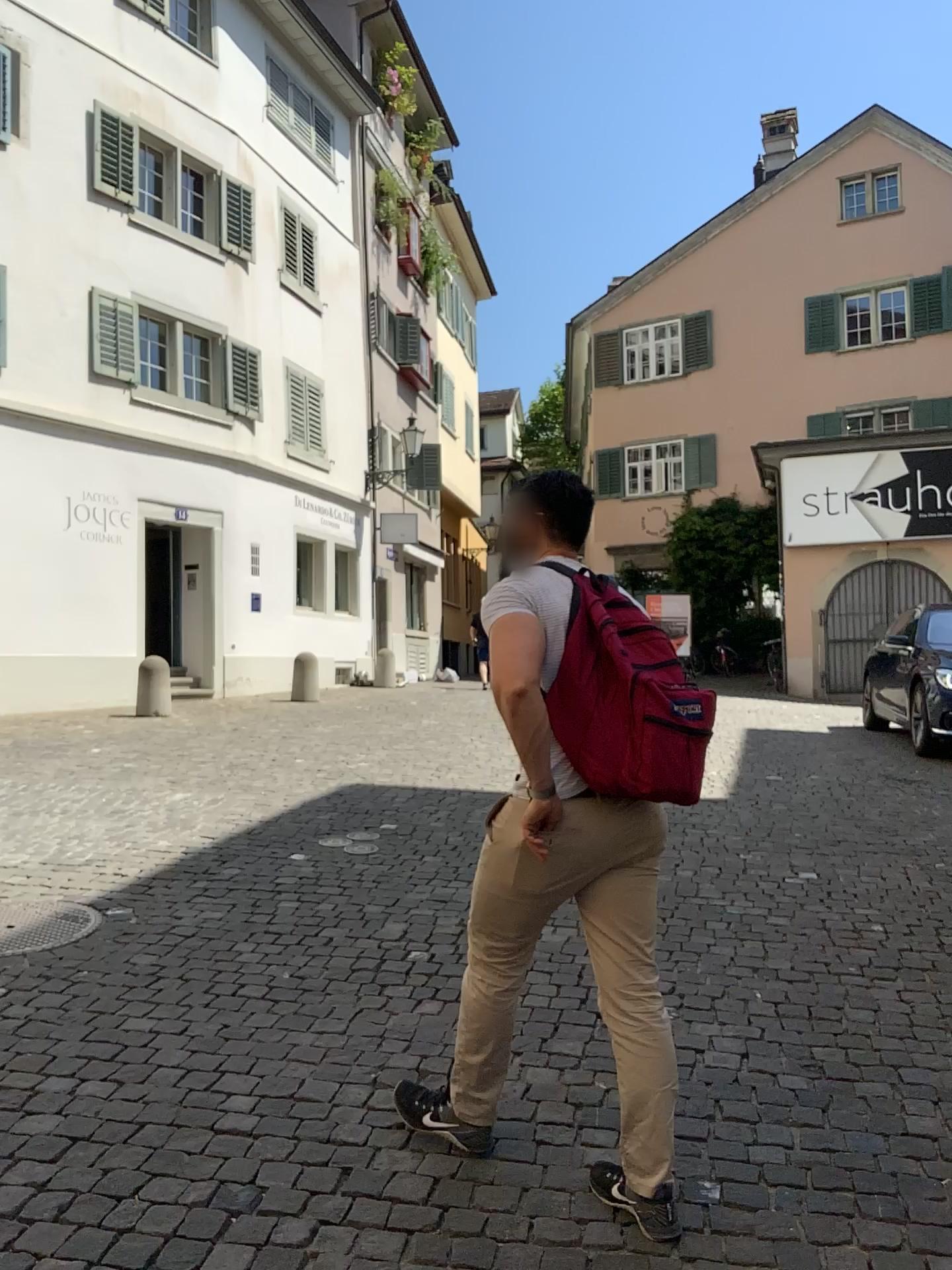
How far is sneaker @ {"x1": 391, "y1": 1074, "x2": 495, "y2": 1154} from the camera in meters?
2.7

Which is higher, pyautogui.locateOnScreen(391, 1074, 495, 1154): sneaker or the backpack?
the backpack

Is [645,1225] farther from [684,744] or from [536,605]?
[536,605]

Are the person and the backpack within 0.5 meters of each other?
yes

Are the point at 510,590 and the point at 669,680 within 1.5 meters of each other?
yes

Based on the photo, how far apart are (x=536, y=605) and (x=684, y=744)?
0.4 meters

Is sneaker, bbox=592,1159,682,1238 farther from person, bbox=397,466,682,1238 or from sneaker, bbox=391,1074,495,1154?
sneaker, bbox=391,1074,495,1154

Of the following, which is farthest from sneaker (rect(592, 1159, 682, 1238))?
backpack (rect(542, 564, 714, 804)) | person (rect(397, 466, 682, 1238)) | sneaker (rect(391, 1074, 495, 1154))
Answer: backpack (rect(542, 564, 714, 804))

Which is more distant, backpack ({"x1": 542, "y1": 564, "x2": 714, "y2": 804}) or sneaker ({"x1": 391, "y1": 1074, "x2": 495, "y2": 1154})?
sneaker ({"x1": 391, "y1": 1074, "x2": 495, "y2": 1154})

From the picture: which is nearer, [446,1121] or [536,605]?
[536,605]
